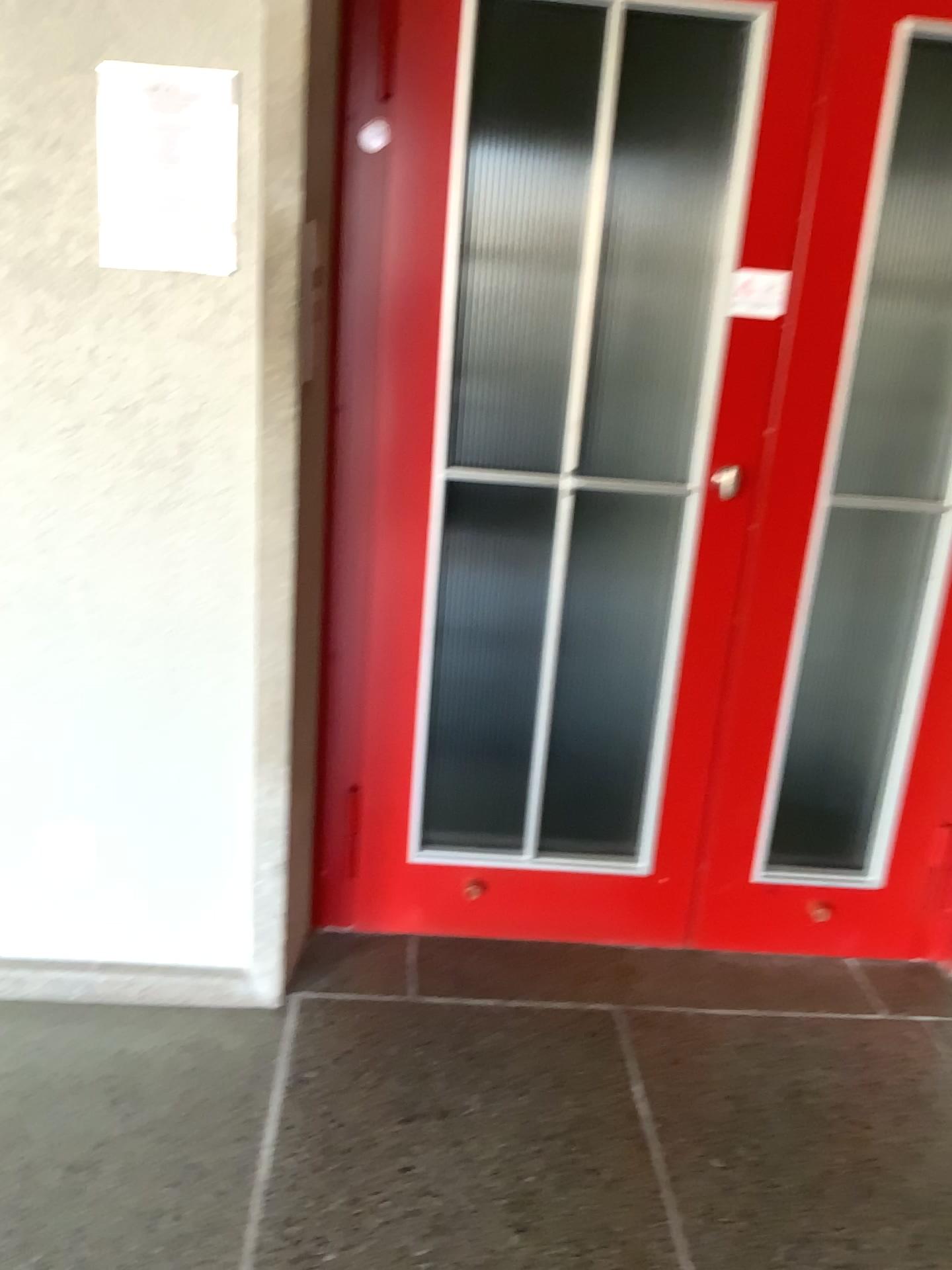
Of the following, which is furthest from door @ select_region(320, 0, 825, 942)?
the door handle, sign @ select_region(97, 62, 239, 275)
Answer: sign @ select_region(97, 62, 239, 275)

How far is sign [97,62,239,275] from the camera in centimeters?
169cm

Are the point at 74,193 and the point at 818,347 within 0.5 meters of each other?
no

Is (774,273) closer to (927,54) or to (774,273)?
(774,273)

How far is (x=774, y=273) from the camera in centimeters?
205cm

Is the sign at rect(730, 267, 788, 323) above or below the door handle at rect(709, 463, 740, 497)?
above

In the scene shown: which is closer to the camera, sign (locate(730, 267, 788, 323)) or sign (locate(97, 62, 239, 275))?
sign (locate(97, 62, 239, 275))

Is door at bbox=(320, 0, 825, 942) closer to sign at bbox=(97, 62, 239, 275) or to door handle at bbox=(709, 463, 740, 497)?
door handle at bbox=(709, 463, 740, 497)

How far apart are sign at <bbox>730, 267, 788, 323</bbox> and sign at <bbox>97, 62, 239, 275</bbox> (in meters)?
0.96

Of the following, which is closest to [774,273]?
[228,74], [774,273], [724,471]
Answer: [774,273]
